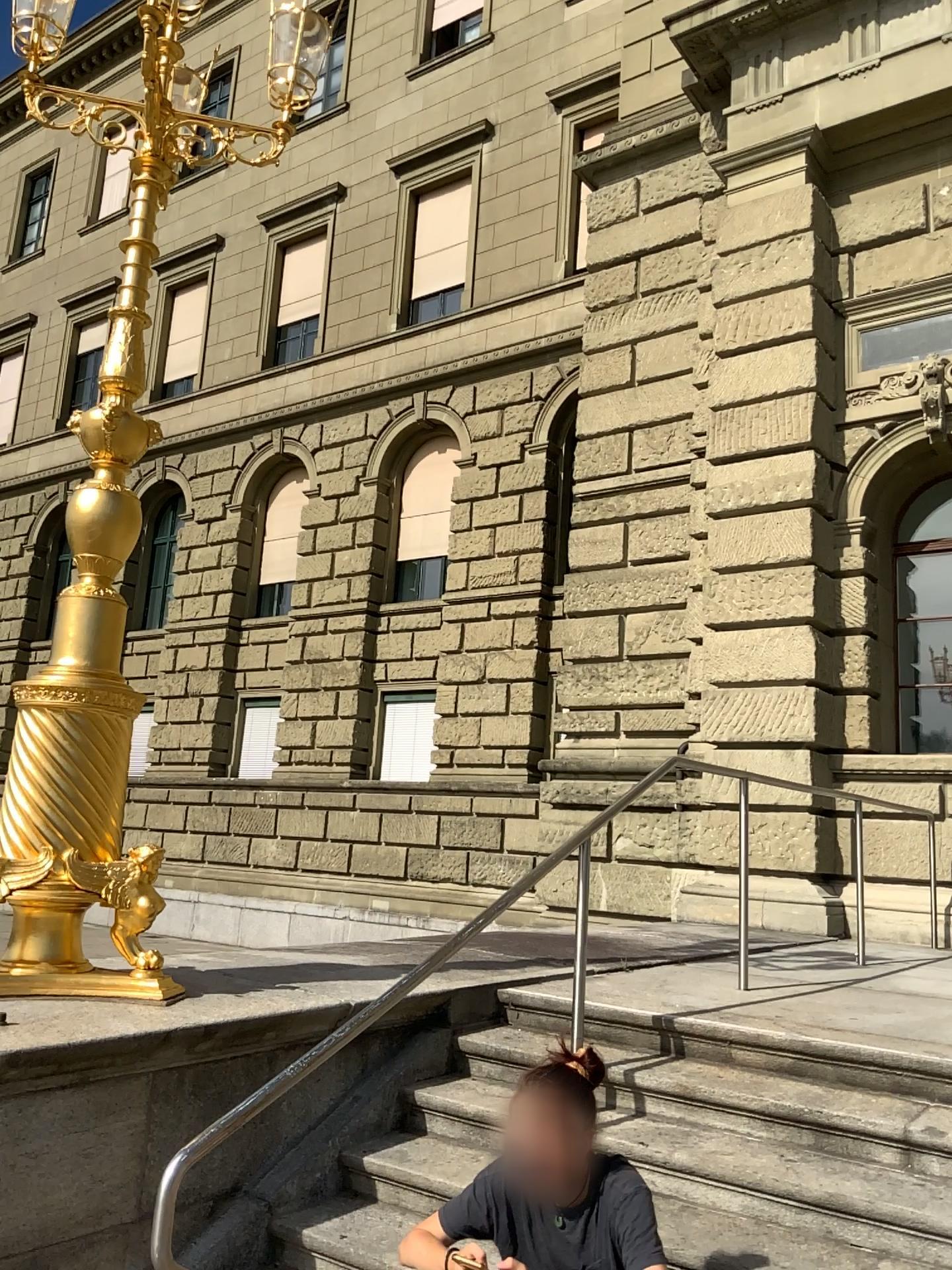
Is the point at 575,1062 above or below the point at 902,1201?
above

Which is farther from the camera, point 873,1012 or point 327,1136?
point 873,1012

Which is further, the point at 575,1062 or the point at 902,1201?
the point at 902,1201

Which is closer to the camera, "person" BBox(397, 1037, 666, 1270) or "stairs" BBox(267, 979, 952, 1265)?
"person" BBox(397, 1037, 666, 1270)

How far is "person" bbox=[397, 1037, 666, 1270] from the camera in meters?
2.3

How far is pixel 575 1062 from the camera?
Result: 2.3 meters
